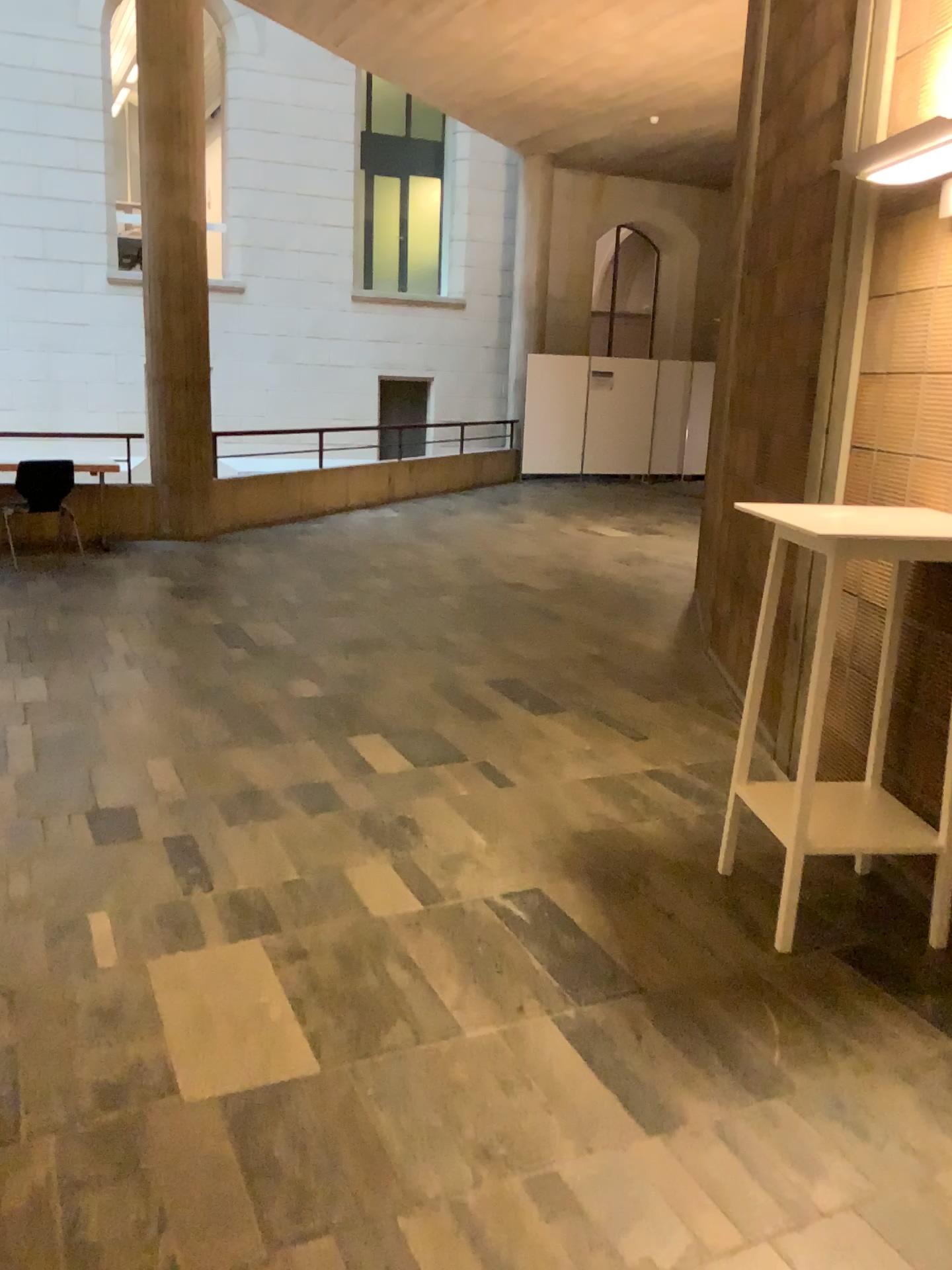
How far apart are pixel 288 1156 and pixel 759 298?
4.0 meters

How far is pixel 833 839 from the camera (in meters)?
2.91

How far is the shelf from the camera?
2.9 meters

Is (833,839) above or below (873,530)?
below
